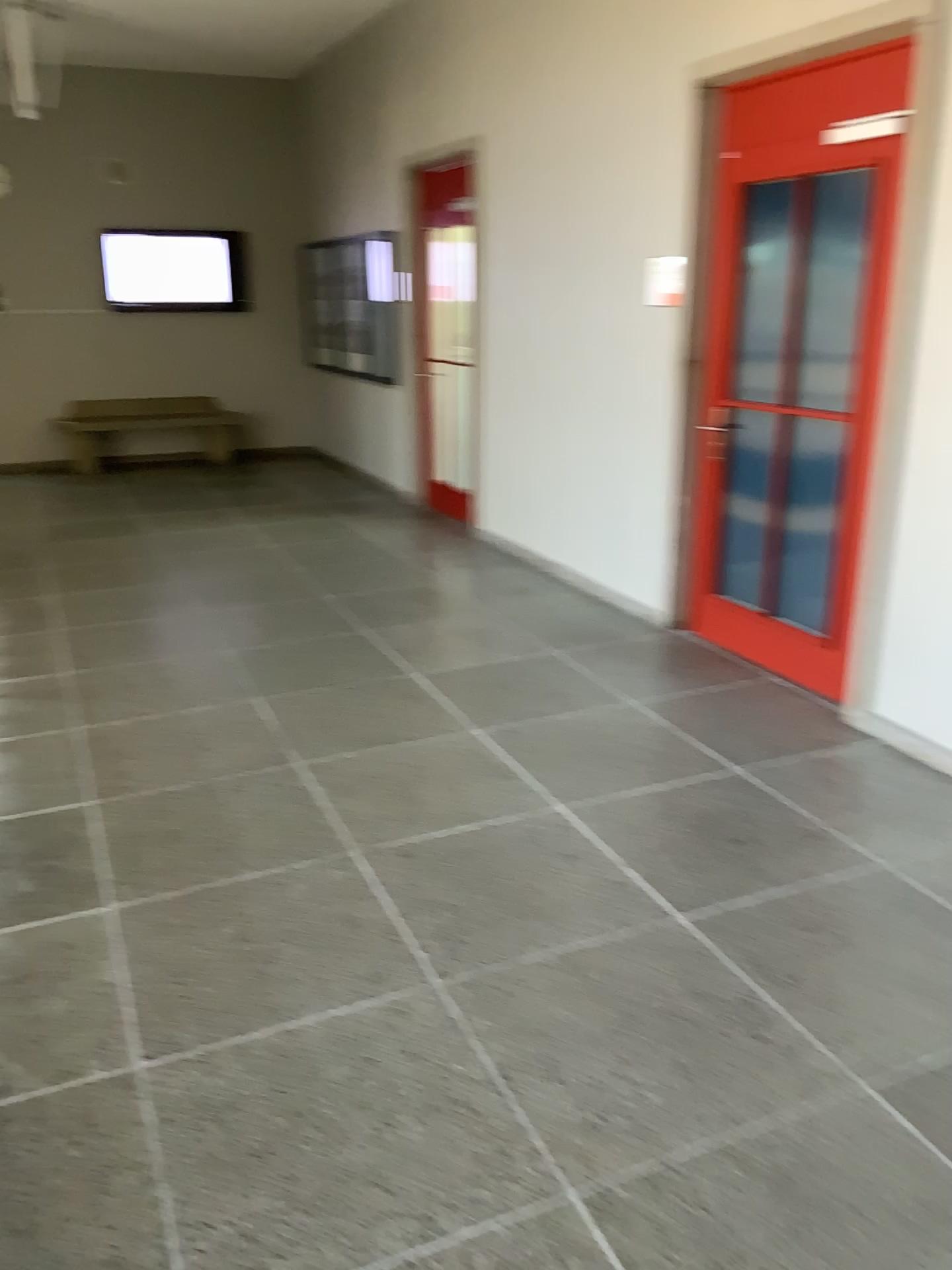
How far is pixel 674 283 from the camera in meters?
4.6

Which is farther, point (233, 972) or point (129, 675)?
point (129, 675)

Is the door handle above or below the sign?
below

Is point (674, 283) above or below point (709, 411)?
above

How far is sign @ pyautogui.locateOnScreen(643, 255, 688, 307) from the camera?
4.61m
